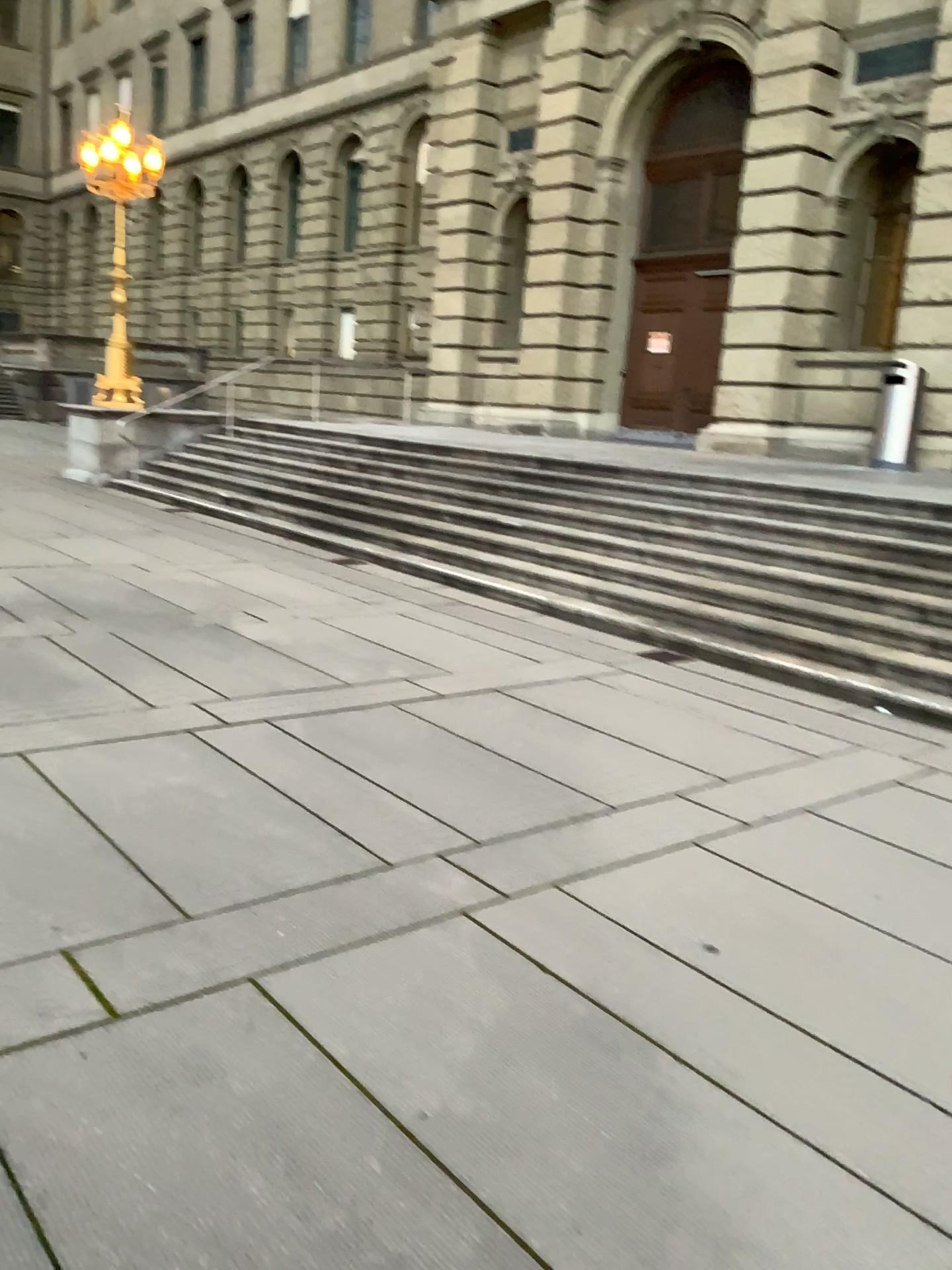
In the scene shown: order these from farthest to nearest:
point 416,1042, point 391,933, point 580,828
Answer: point 580,828 → point 391,933 → point 416,1042
